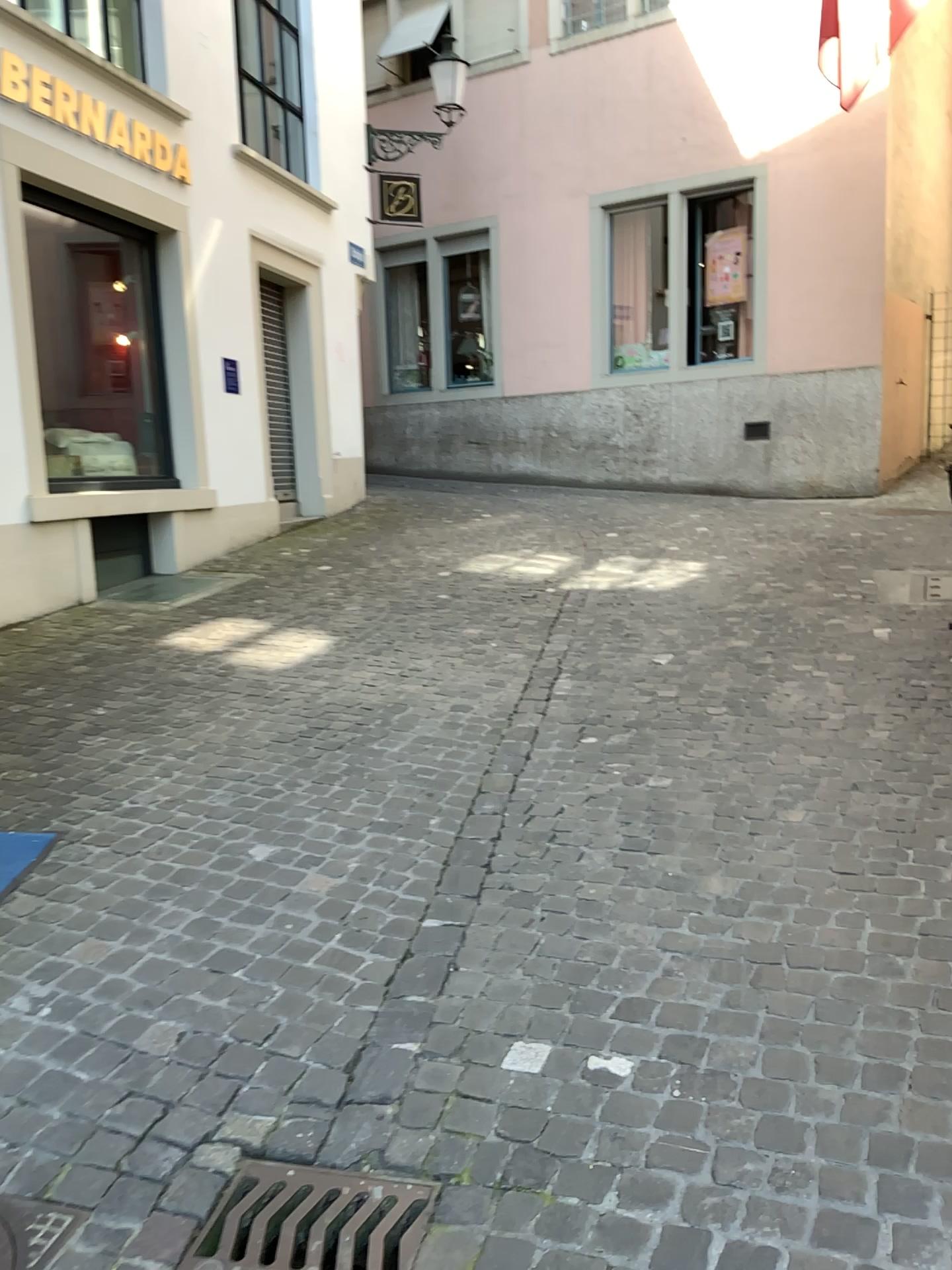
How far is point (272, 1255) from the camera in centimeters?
180cm

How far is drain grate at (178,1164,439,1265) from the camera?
1.80m

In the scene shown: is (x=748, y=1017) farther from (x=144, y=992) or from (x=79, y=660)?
(x=79, y=660)
